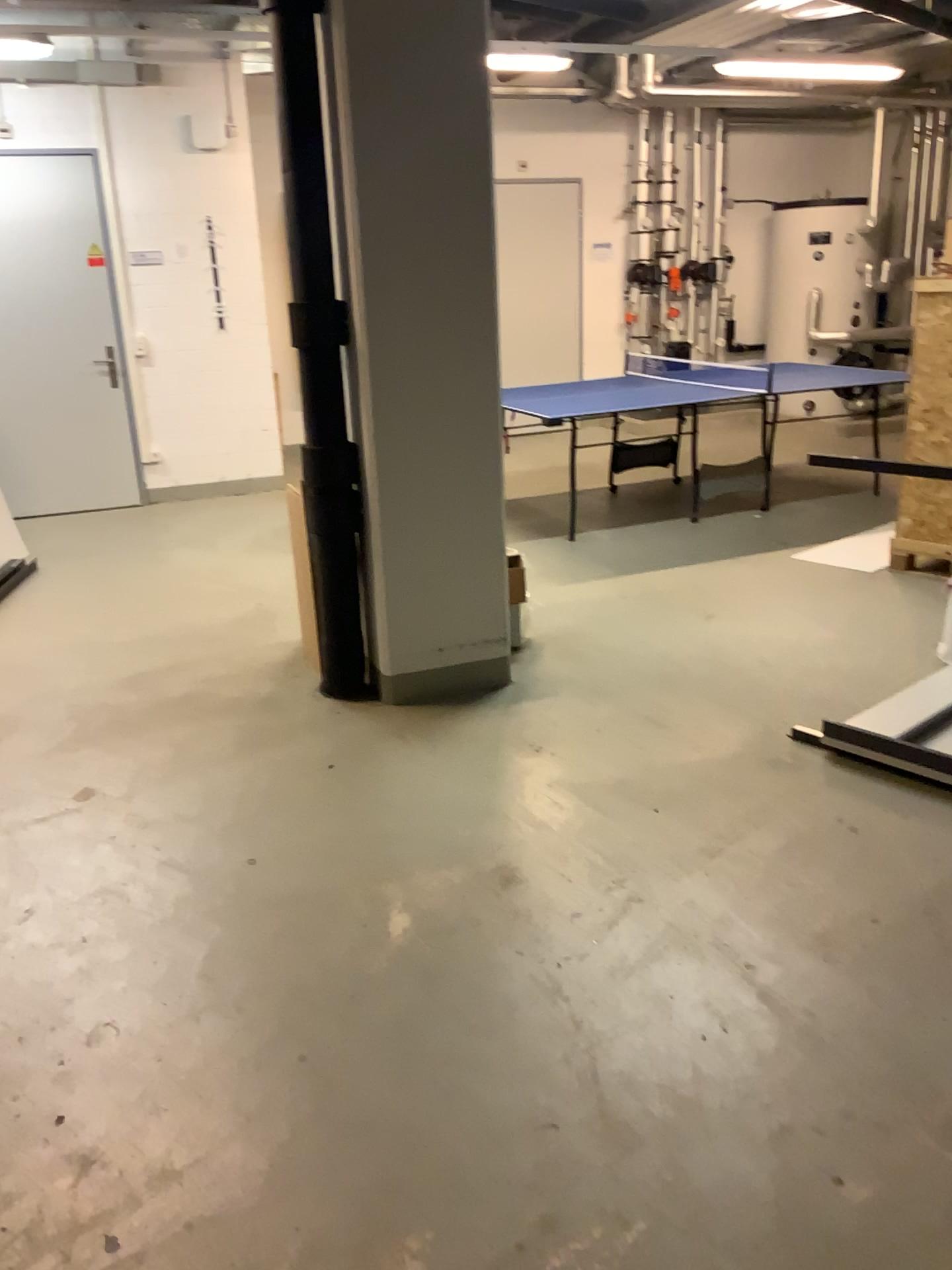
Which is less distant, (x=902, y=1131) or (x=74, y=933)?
(x=902, y=1131)
